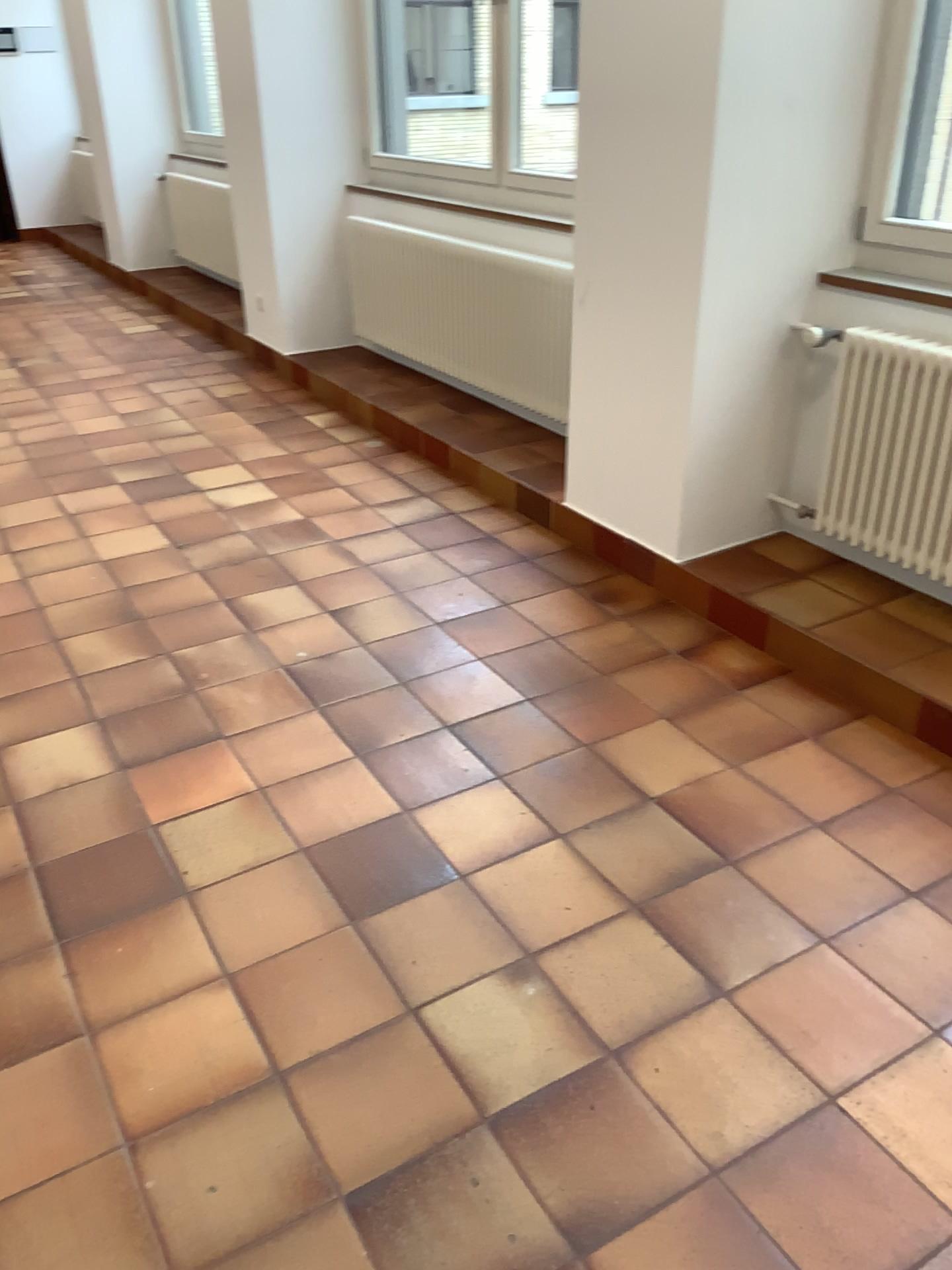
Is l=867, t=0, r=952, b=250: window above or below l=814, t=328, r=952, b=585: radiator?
above

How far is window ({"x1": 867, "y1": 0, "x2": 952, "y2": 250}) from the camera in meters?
2.8 m

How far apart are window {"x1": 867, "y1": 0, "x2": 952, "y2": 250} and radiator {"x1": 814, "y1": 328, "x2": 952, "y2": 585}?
0.3 meters

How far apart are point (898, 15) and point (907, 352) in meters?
0.9 m

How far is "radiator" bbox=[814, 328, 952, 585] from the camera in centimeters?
273cm

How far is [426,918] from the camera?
2.1m

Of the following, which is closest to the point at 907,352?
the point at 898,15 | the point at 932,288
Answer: the point at 932,288

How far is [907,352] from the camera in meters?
2.7 m
